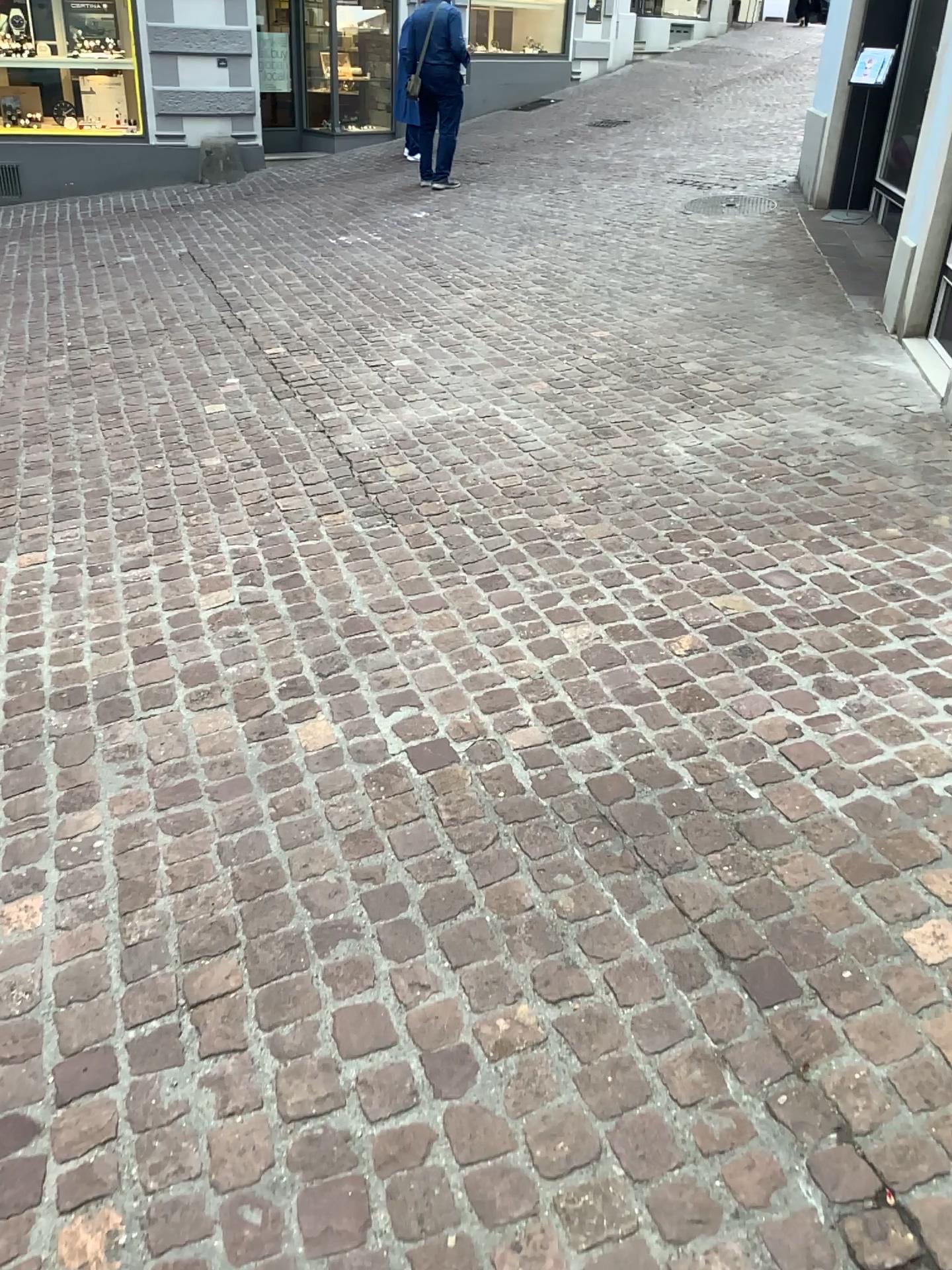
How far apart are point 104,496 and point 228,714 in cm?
165
